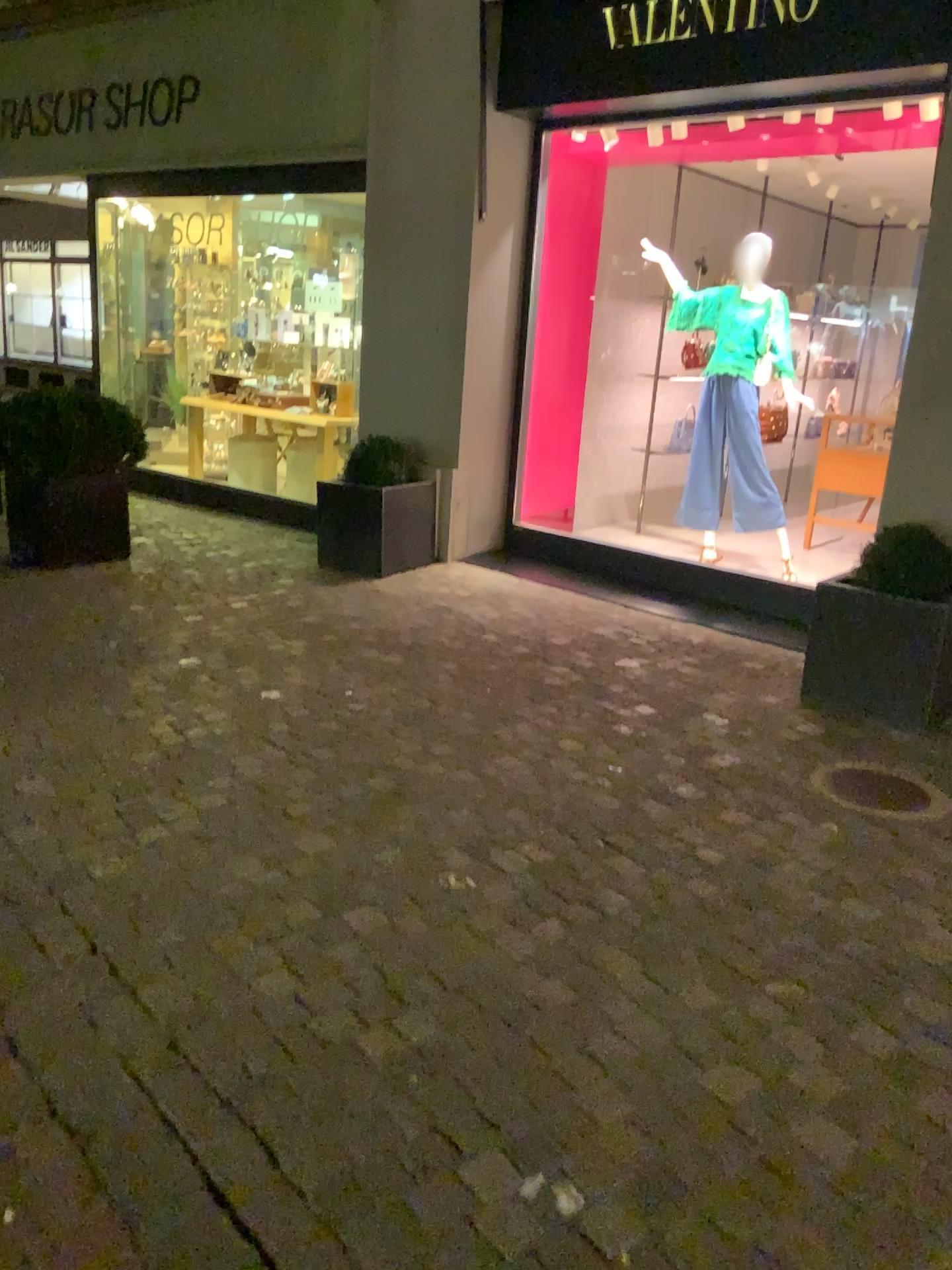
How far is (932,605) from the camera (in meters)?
4.05

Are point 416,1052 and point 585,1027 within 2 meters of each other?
yes

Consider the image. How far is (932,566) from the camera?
4.1m

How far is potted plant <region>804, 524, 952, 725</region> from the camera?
4.1 meters

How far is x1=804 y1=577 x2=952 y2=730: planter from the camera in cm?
404

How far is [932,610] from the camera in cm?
404

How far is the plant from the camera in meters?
4.1 m
